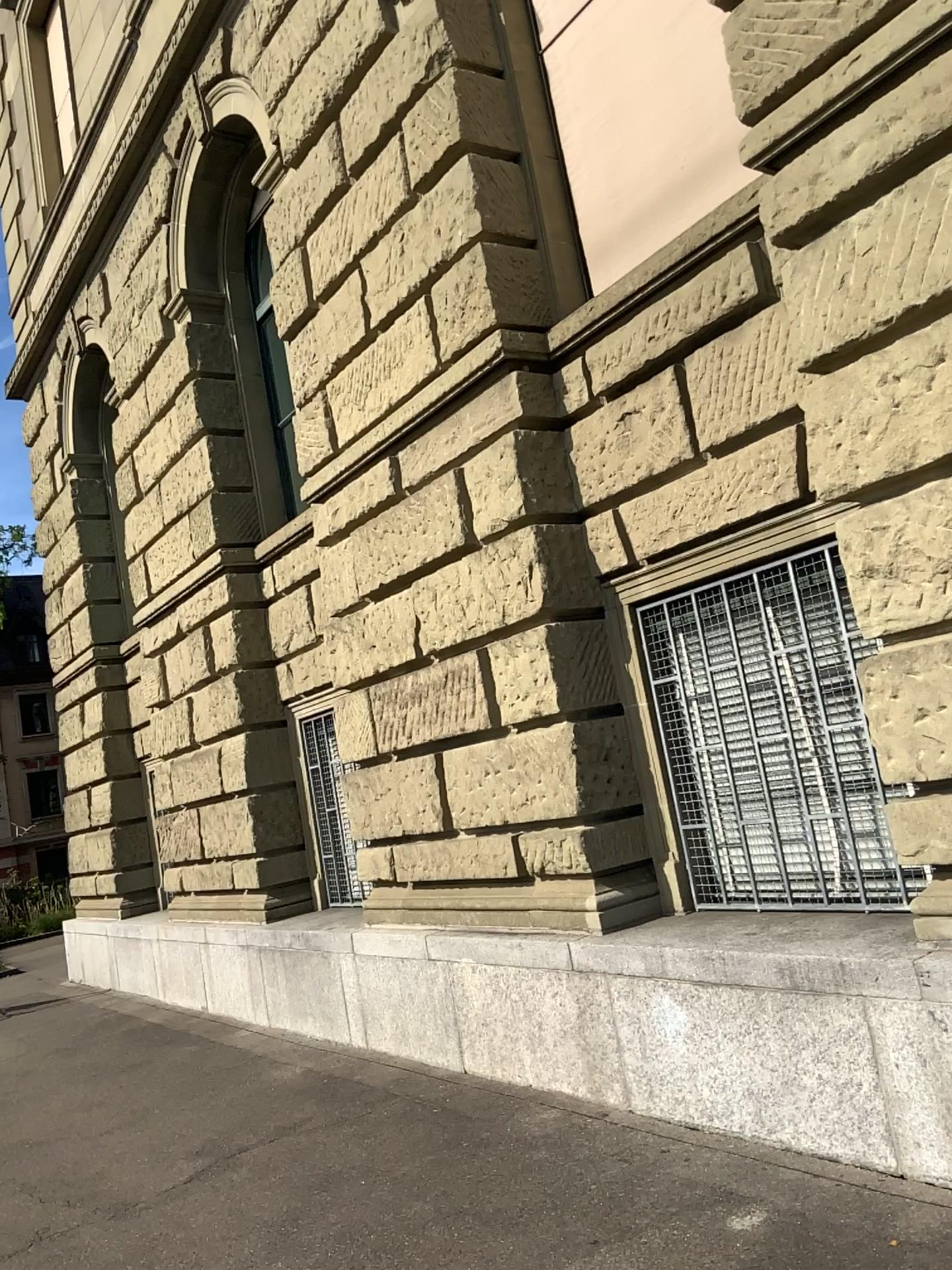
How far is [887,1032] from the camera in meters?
3.5 m
